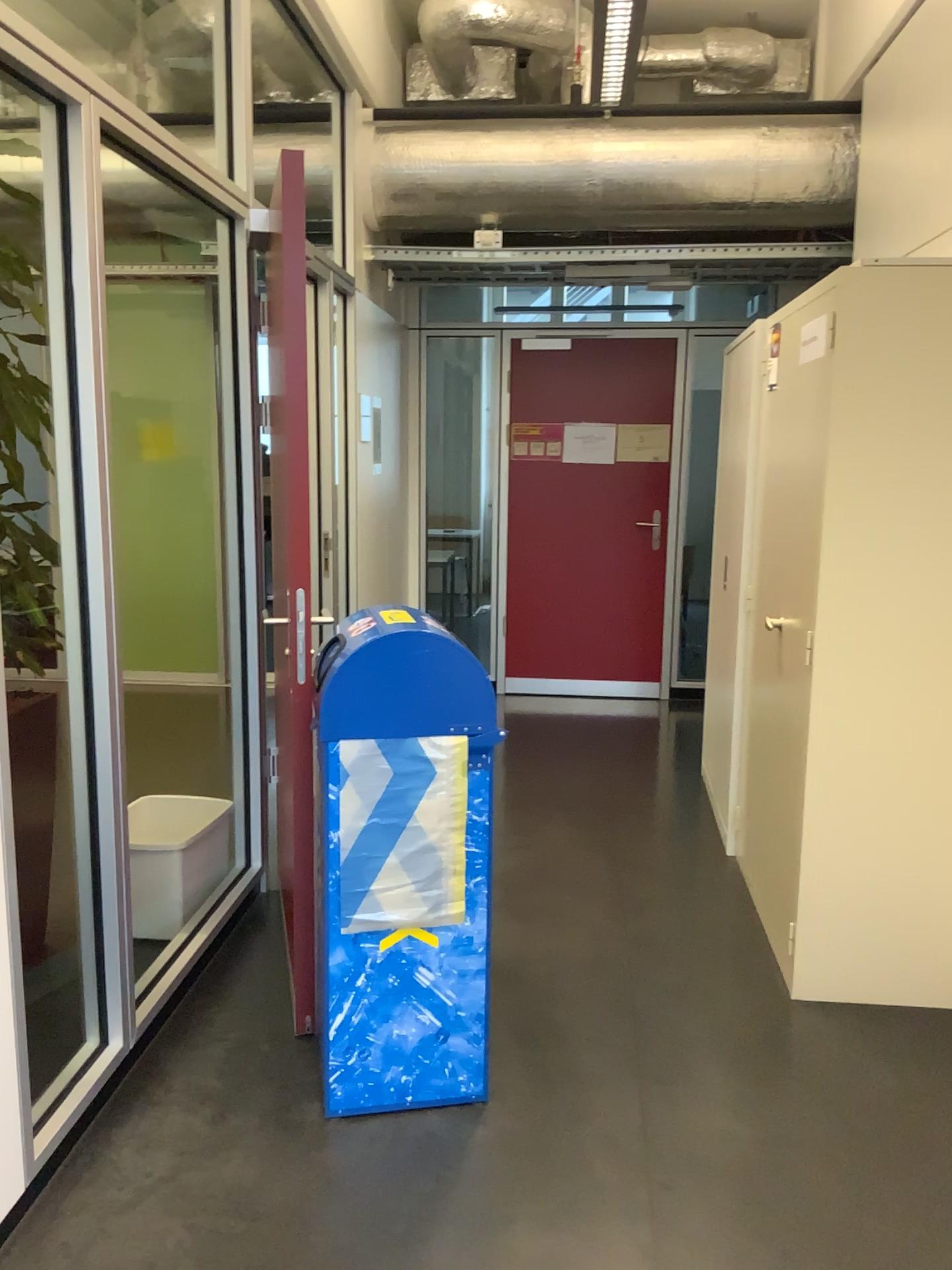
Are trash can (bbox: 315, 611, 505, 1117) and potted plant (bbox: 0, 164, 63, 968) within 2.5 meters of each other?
yes

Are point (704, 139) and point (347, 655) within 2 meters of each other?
no

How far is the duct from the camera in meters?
4.6 m

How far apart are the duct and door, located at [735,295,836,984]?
1.84m

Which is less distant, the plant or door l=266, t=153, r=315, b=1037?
the plant

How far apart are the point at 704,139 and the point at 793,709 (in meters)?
2.84

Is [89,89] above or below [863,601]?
above

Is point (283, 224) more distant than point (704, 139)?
No

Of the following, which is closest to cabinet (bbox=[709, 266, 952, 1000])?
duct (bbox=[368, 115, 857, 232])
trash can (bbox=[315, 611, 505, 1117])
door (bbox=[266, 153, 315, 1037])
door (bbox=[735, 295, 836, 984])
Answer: door (bbox=[735, 295, 836, 984])

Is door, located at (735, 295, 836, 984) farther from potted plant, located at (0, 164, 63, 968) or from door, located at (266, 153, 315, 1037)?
potted plant, located at (0, 164, 63, 968)
